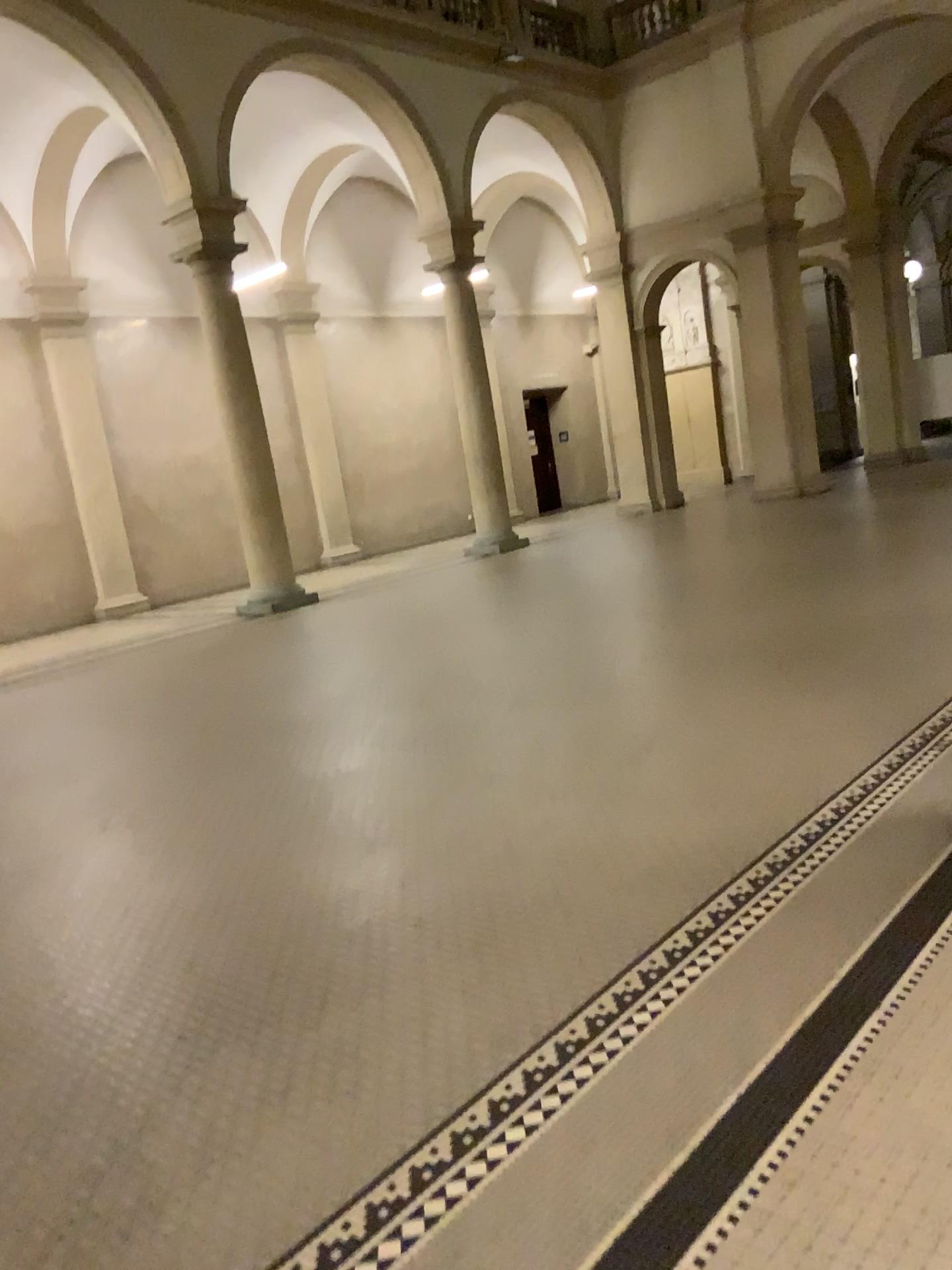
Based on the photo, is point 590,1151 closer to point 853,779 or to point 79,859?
point 853,779
